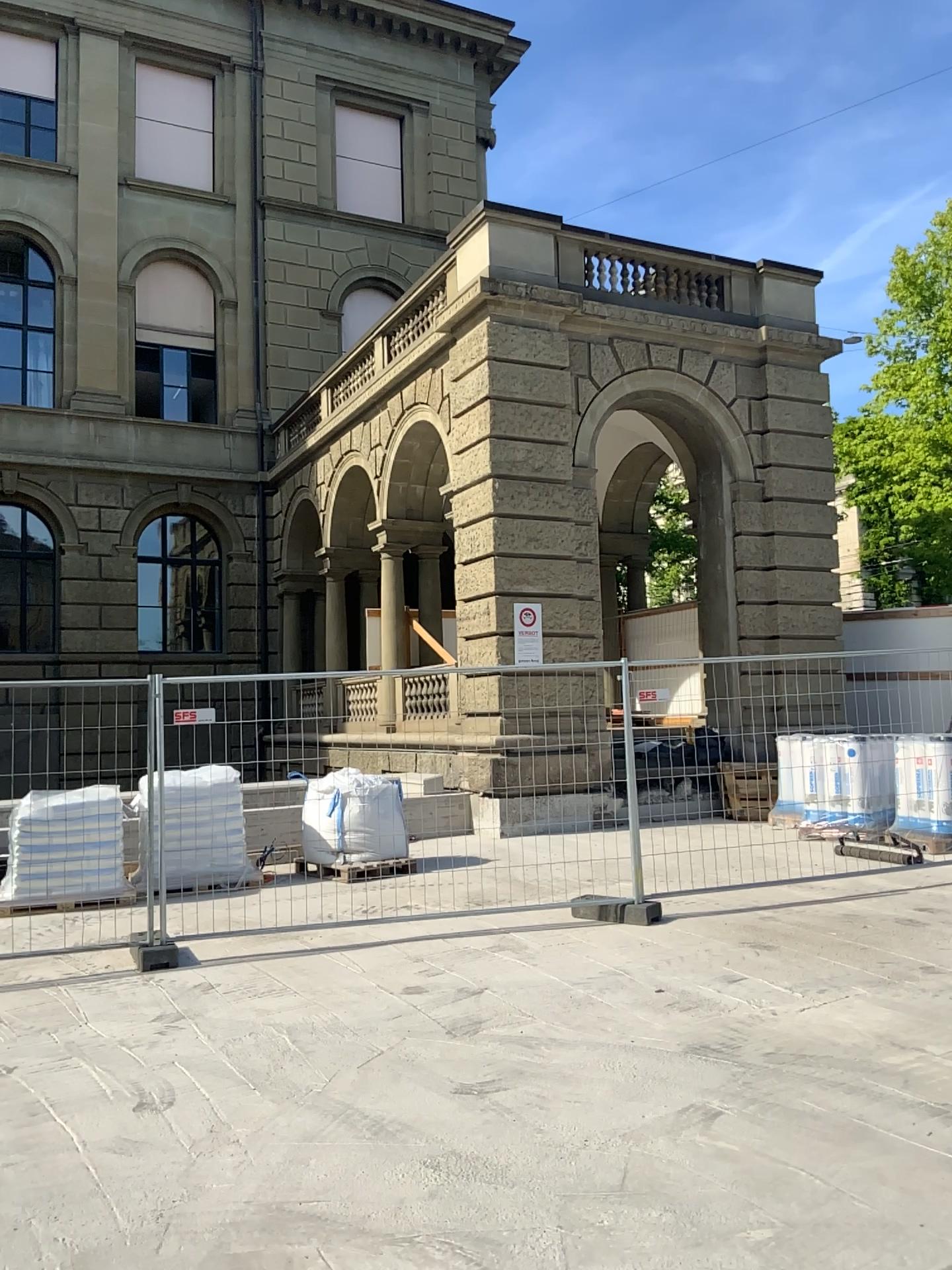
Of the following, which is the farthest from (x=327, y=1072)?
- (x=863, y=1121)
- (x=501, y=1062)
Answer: (x=863, y=1121)
